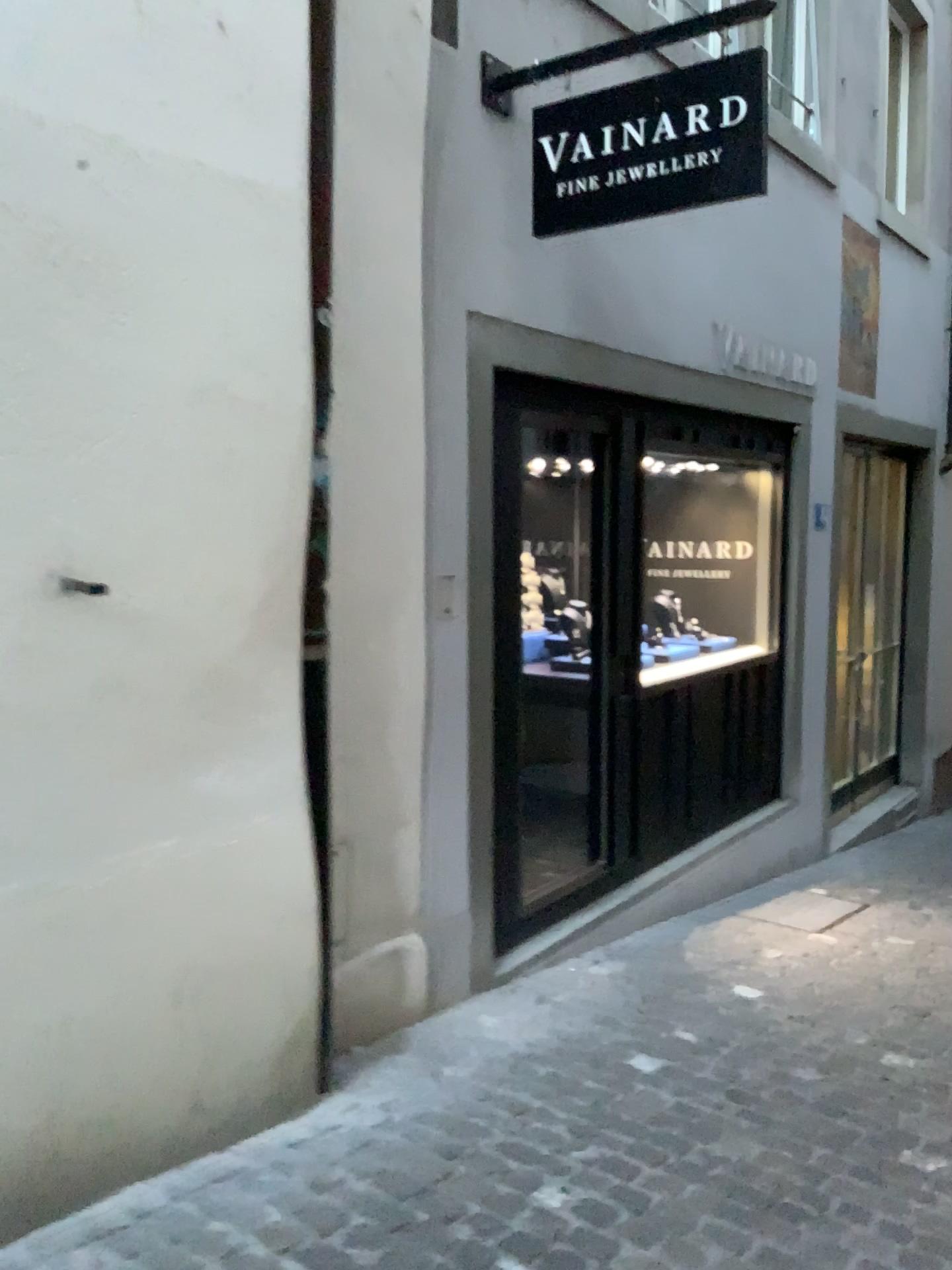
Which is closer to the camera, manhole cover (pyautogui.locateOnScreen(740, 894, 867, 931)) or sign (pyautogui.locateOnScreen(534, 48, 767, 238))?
sign (pyautogui.locateOnScreen(534, 48, 767, 238))

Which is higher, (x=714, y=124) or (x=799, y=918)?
(x=714, y=124)

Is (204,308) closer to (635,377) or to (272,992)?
(272,992)

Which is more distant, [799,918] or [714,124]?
[799,918]

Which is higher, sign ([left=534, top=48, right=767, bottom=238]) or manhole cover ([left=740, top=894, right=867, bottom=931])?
sign ([left=534, top=48, right=767, bottom=238])
